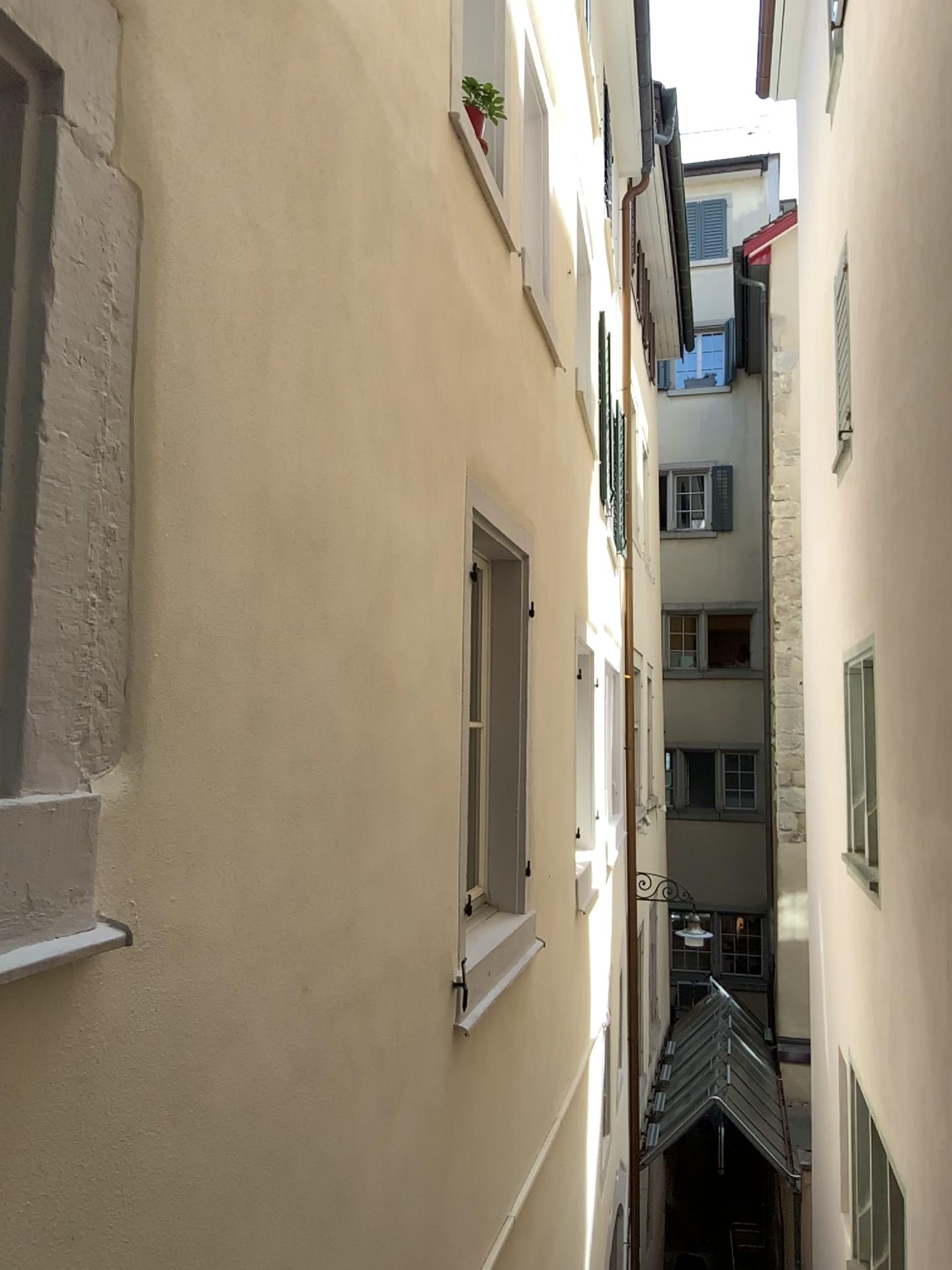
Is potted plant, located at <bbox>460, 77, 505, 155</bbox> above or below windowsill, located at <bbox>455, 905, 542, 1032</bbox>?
above

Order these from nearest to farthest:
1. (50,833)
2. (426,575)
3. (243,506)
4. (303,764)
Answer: (50,833) → (243,506) → (303,764) → (426,575)

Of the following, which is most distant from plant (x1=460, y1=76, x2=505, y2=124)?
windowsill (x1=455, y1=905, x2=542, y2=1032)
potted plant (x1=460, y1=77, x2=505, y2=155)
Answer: windowsill (x1=455, y1=905, x2=542, y2=1032)

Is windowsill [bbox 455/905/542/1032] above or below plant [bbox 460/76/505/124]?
below

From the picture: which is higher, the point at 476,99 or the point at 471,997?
the point at 476,99

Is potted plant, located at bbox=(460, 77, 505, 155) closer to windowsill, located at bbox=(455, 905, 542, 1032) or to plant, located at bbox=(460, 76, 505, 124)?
plant, located at bbox=(460, 76, 505, 124)

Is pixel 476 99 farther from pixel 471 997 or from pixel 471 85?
pixel 471 997

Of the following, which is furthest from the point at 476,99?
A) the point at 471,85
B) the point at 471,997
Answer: the point at 471,997
